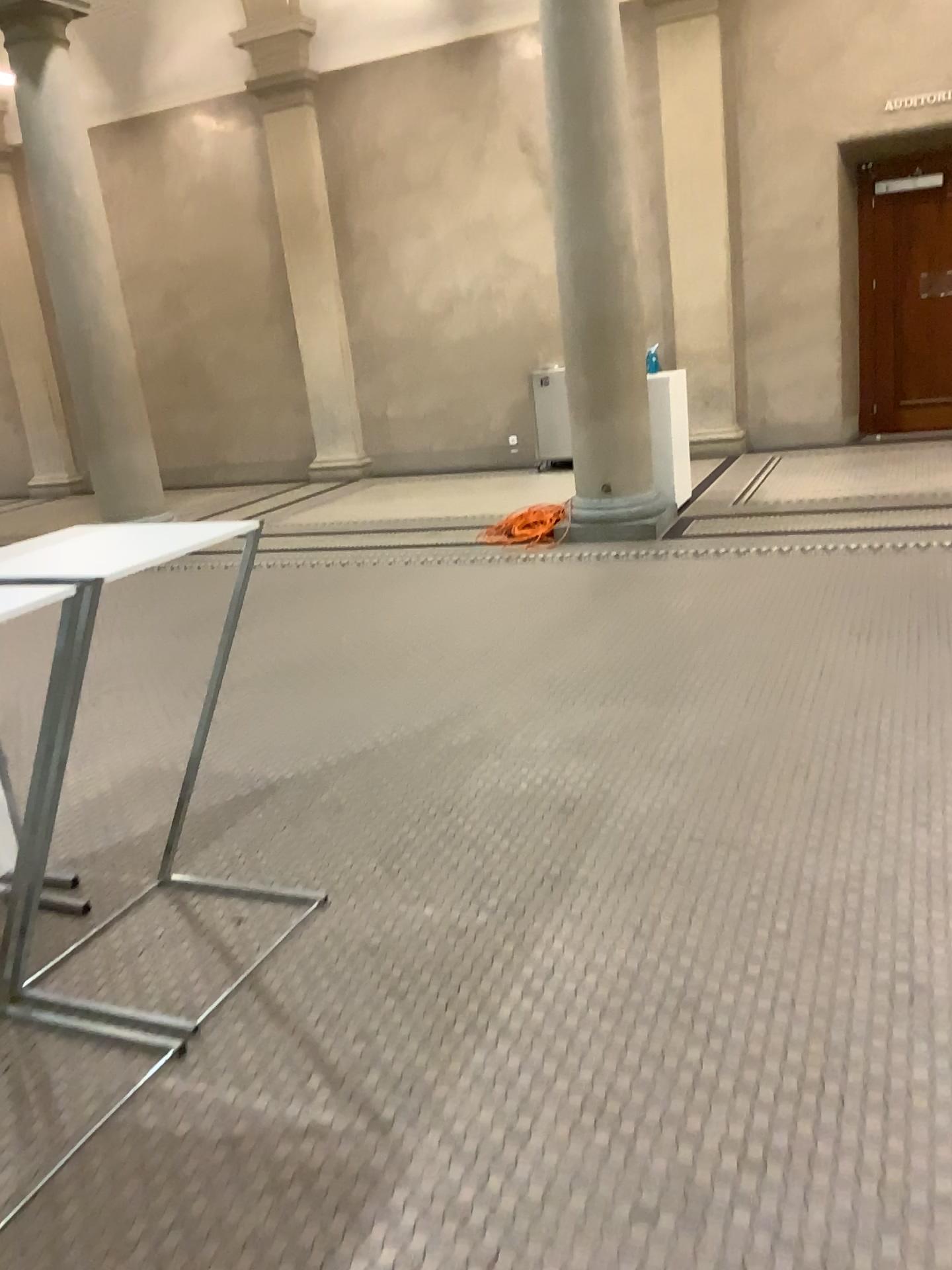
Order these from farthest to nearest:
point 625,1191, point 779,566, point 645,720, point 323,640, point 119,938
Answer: point 779,566 < point 323,640 < point 645,720 < point 119,938 < point 625,1191
